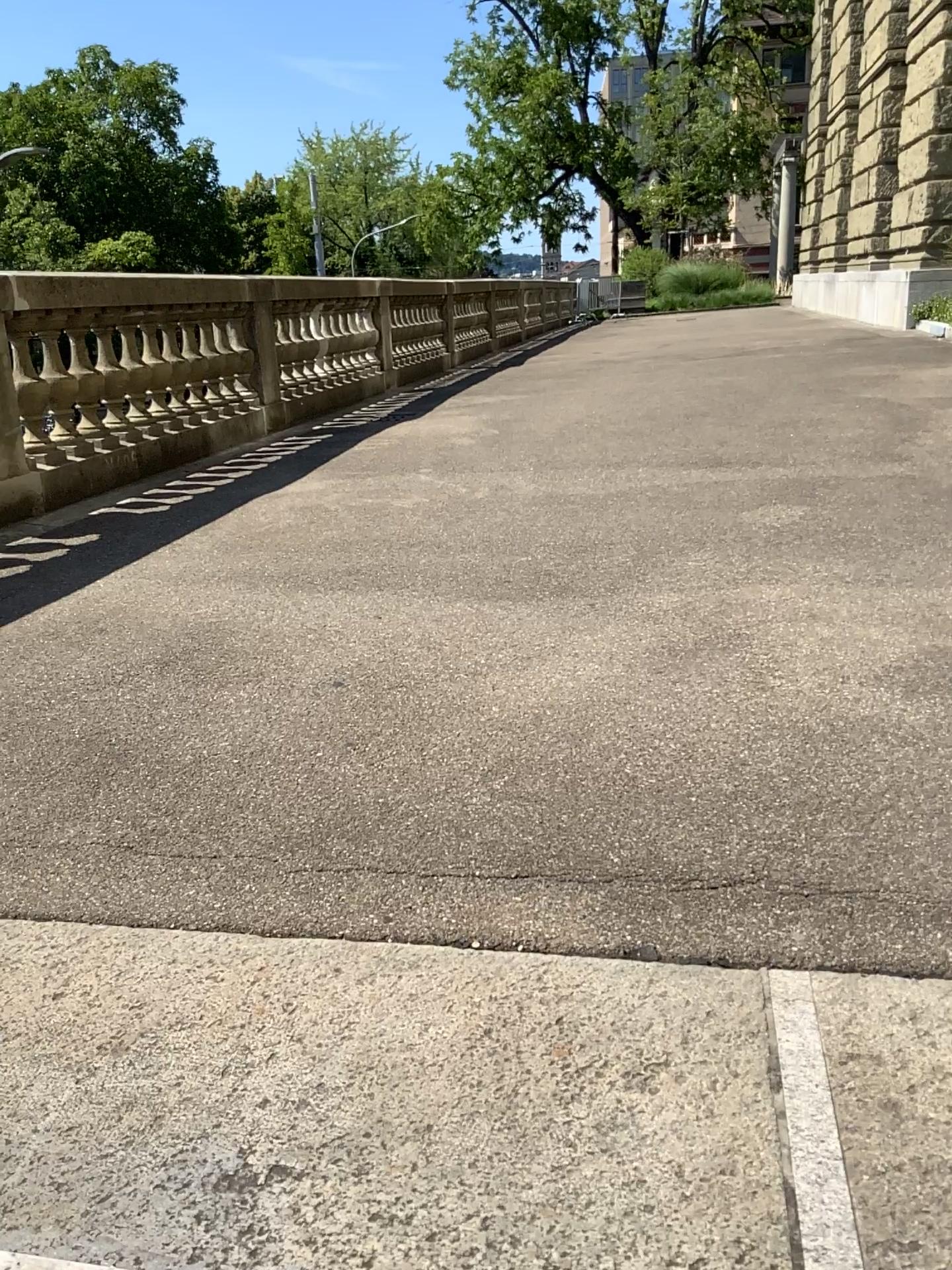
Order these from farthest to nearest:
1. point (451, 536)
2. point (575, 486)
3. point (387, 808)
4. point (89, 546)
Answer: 1. point (575, 486)
2. point (89, 546)
3. point (451, 536)
4. point (387, 808)
